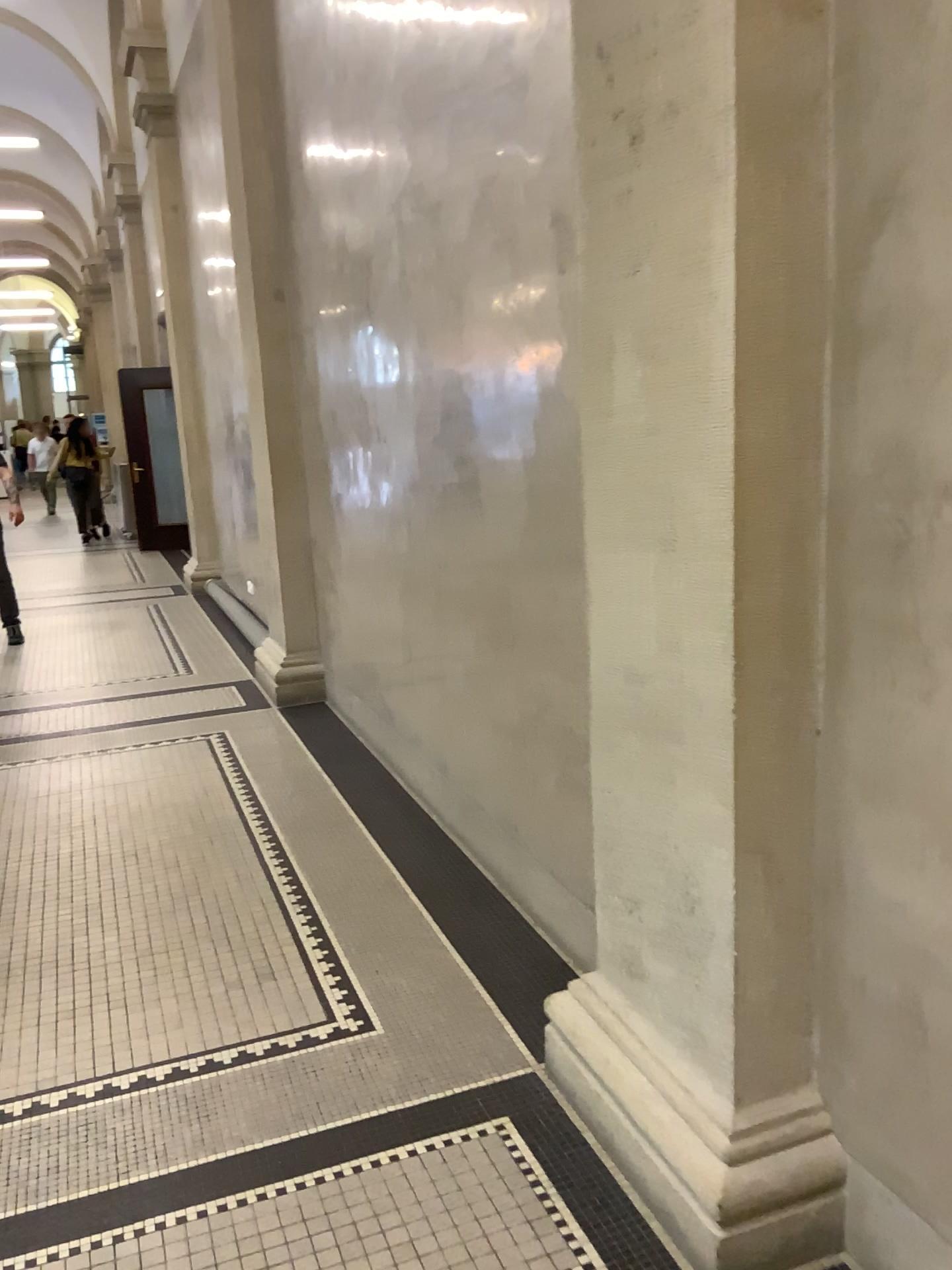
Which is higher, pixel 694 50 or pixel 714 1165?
pixel 694 50

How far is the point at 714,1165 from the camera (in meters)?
1.87

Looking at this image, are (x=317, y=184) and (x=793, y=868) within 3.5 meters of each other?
no

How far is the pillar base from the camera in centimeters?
187cm
